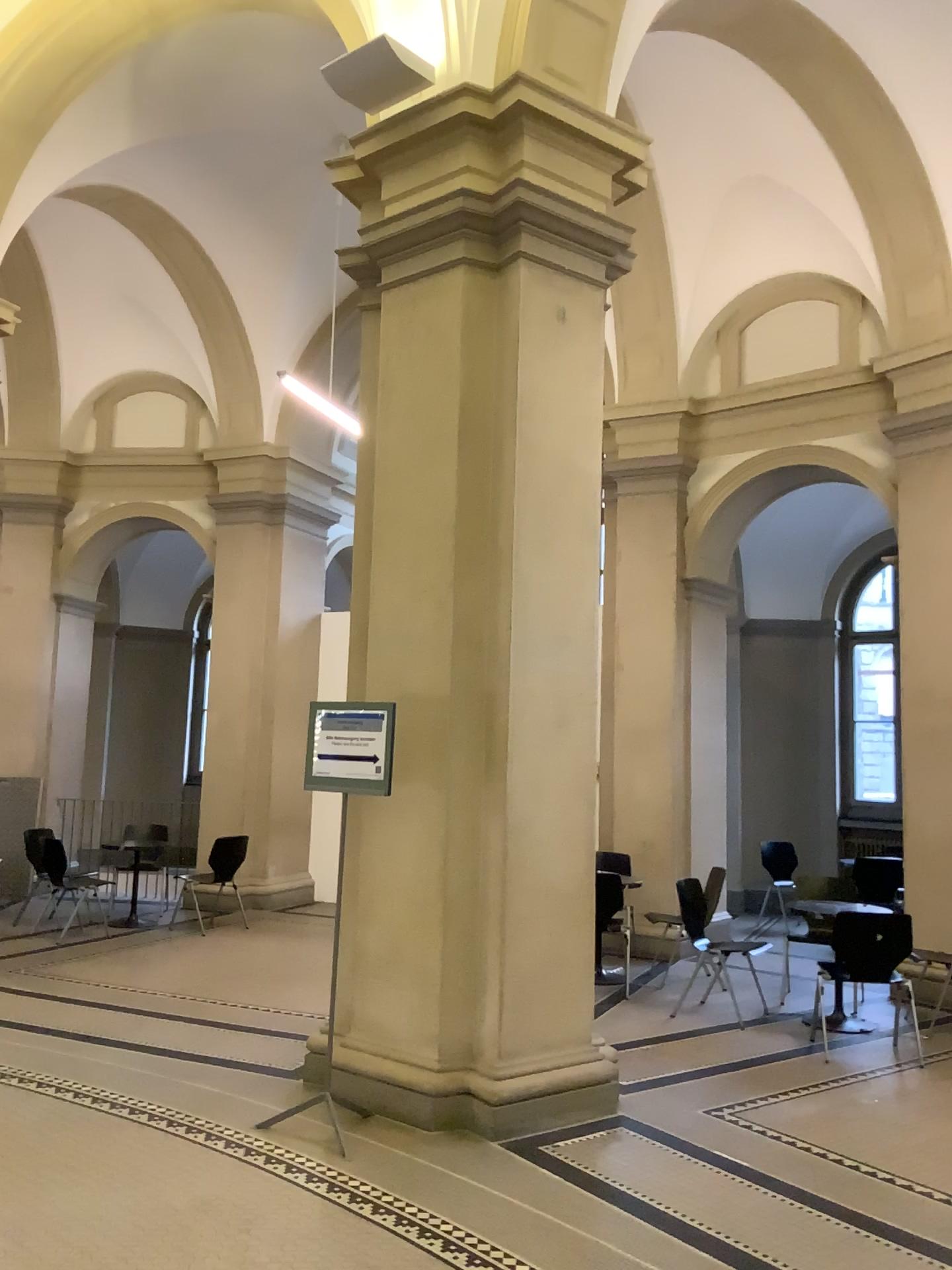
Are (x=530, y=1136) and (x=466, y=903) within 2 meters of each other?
yes

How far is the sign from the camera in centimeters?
459cm

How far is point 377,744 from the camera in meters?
4.6

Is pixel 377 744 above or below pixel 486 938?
above
